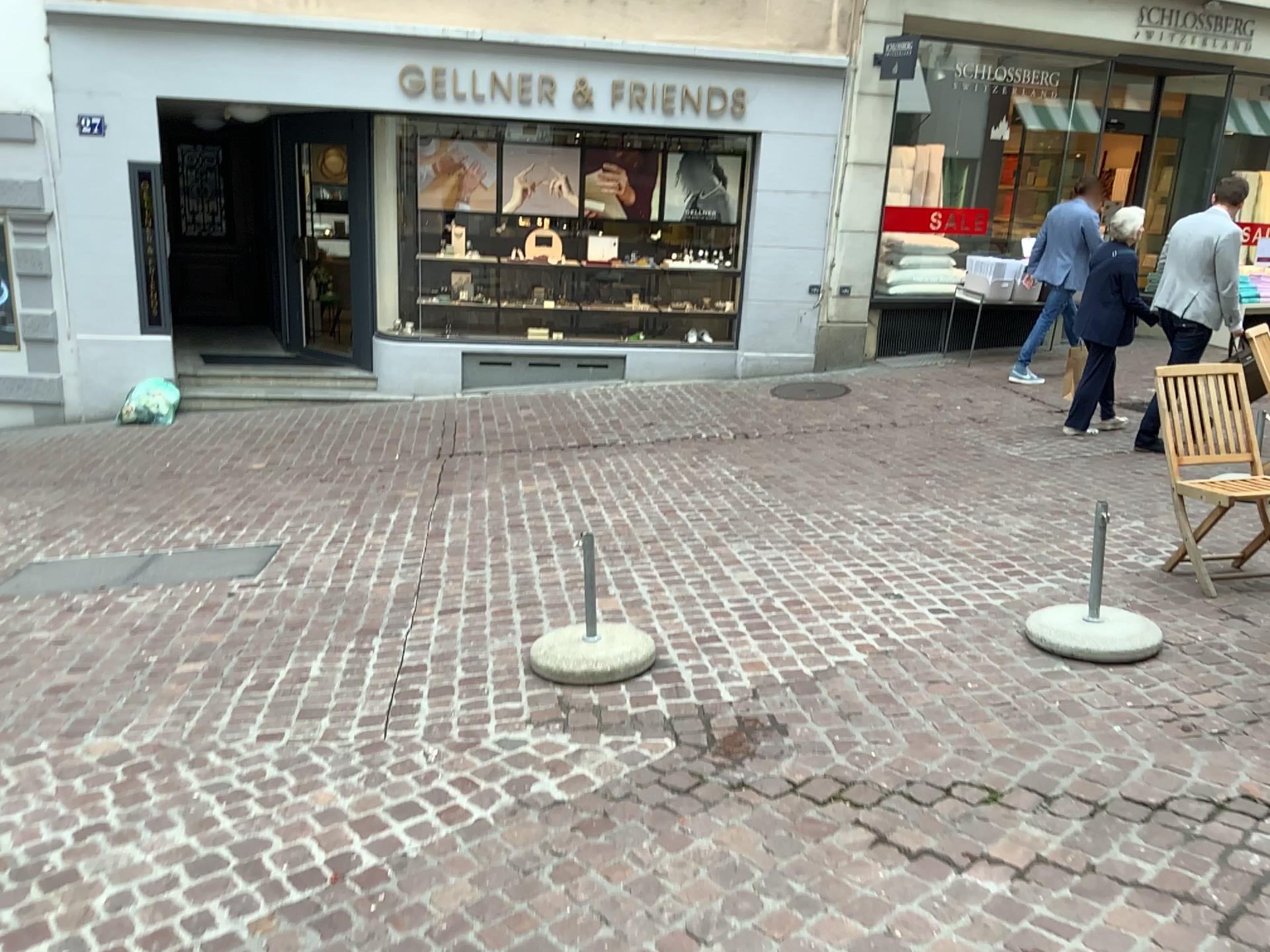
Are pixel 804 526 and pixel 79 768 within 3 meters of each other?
no
